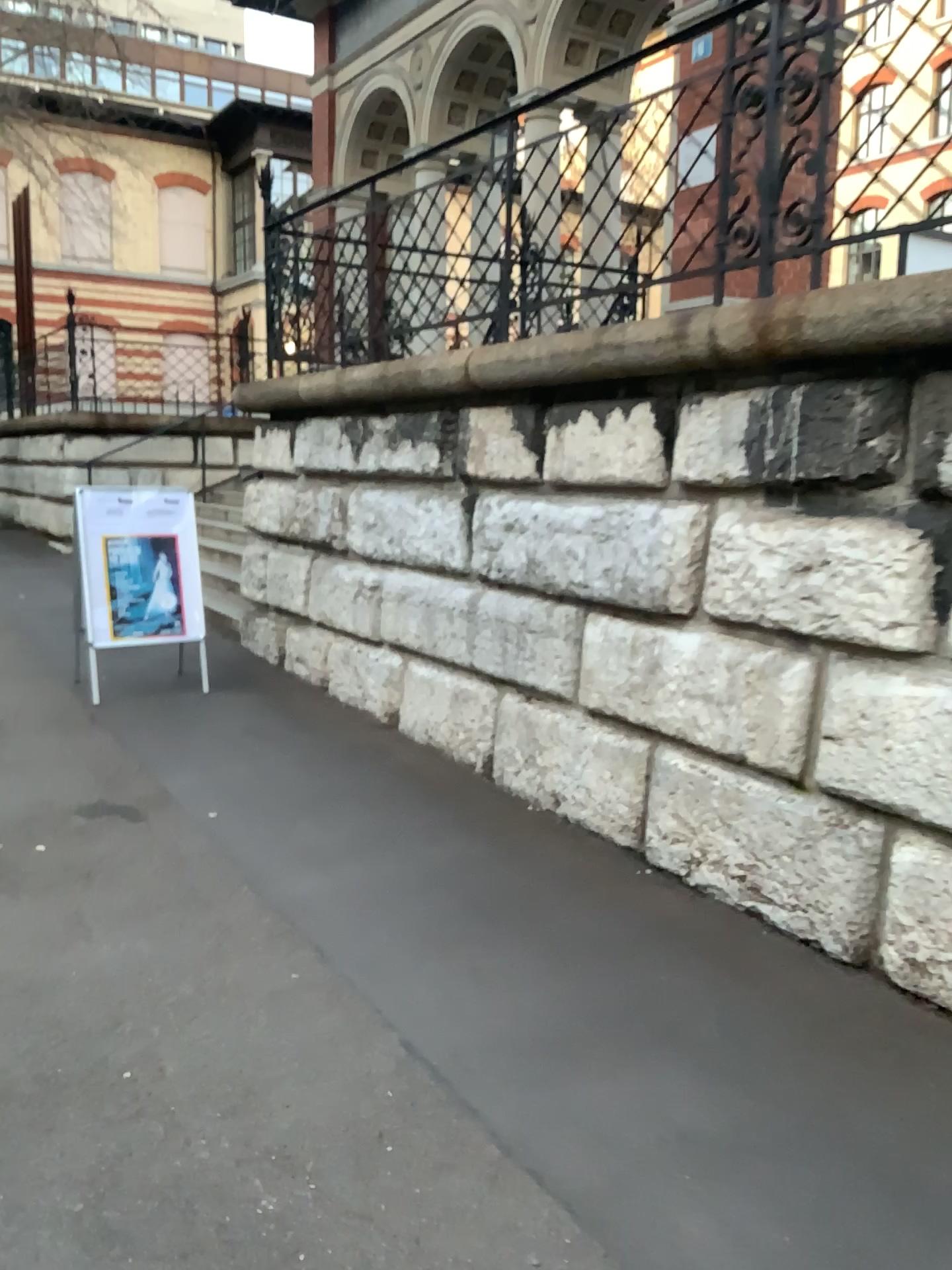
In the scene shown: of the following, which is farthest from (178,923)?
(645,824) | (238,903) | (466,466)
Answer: (466,466)
